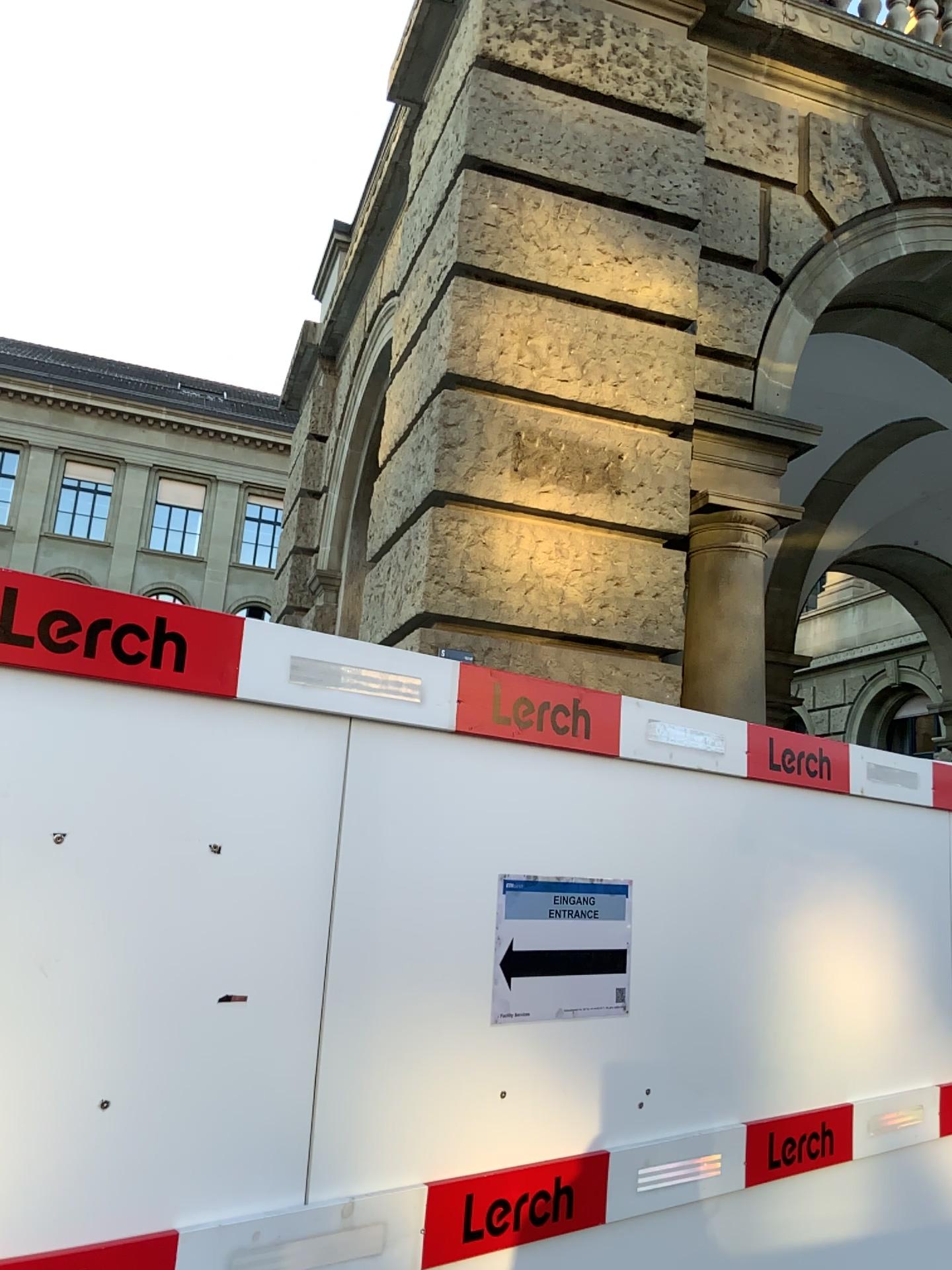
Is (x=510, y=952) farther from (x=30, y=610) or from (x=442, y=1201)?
(x=30, y=610)

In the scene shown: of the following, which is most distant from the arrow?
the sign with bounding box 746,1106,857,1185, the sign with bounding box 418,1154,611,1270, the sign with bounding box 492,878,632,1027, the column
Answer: the column

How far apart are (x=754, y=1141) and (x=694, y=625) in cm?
Result: 249

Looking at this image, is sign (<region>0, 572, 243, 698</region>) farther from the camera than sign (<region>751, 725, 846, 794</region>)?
No

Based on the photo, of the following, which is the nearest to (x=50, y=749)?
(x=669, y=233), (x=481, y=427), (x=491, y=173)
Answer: (x=481, y=427)

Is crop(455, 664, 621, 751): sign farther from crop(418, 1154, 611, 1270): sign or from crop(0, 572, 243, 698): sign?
crop(418, 1154, 611, 1270): sign

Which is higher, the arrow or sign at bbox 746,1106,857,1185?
the arrow

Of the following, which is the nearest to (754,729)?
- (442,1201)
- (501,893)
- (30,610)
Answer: (501,893)

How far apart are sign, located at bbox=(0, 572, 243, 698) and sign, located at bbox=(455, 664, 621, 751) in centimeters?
53cm

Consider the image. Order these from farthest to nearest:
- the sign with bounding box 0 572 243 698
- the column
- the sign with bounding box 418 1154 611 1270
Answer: the column, the sign with bounding box 418 1154 611 1270, the sign with bounding box 0 572 243 698
